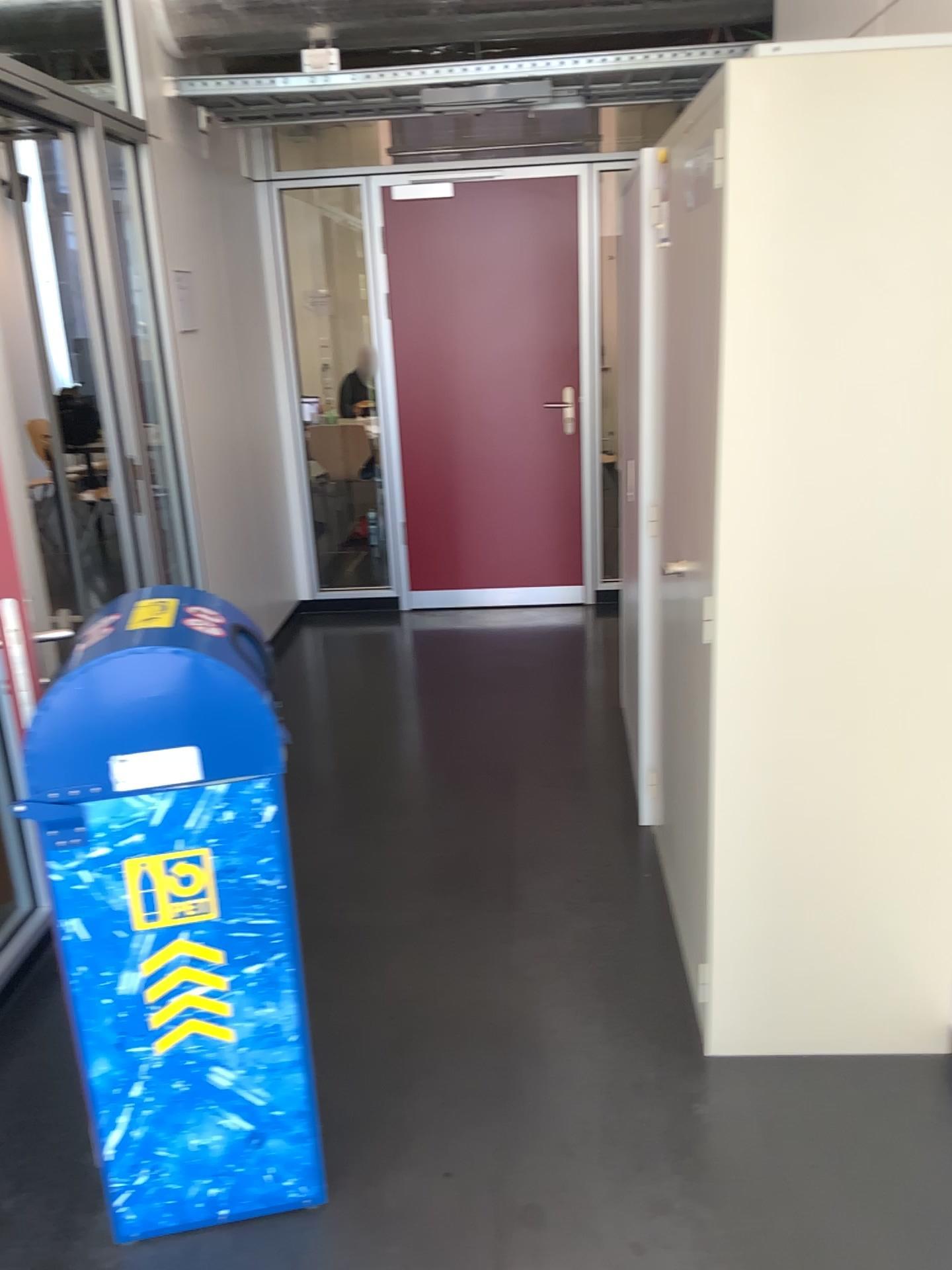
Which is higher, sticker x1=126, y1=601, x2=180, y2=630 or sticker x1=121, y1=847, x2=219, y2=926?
sticker x1=126, y1=601, x2=180, y2=630

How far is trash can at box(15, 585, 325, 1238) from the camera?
1.6 meters

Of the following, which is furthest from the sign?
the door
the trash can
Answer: the door

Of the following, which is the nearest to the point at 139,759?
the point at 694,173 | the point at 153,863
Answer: the point at 153,863

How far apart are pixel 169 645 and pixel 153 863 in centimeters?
35cm

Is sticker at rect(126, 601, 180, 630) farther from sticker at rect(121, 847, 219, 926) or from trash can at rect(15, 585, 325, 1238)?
sticker at rect(121, 847, 219, 926)

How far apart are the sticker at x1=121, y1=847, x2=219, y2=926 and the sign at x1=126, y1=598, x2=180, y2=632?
0.4m

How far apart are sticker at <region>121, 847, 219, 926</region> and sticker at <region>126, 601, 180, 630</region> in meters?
0.4

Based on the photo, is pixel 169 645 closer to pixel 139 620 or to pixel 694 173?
pixel 139 620

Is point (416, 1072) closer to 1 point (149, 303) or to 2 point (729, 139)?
2 point (729, 139)
